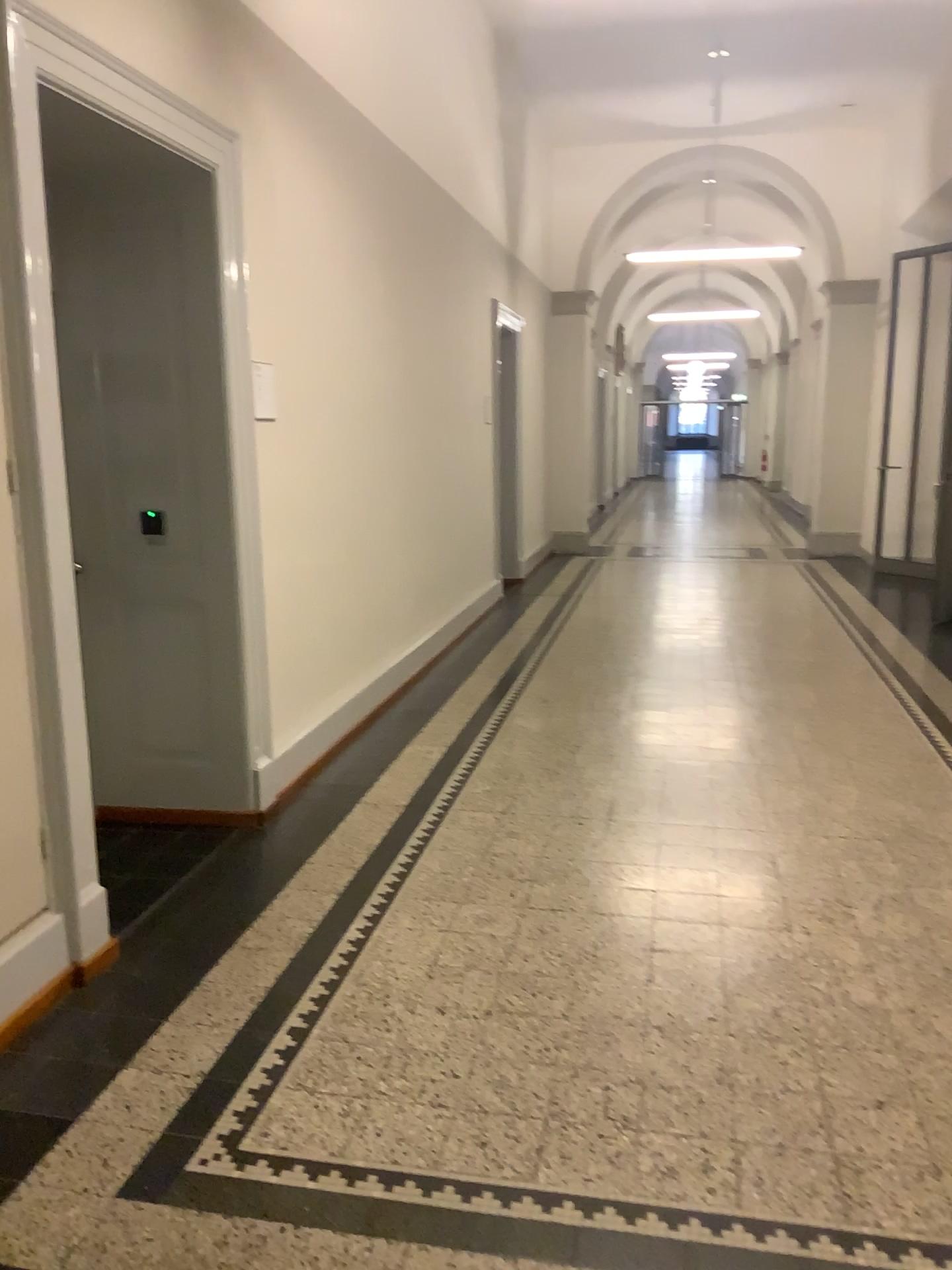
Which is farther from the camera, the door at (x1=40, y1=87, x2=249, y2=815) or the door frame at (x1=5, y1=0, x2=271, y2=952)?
the door at (x1=40, y1=87, x2=249, y2=815)

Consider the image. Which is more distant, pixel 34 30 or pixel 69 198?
pixel 69 198

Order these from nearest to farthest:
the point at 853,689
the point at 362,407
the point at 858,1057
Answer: the point at 858,1057 → the point at 362,407 → the point at 853,689
